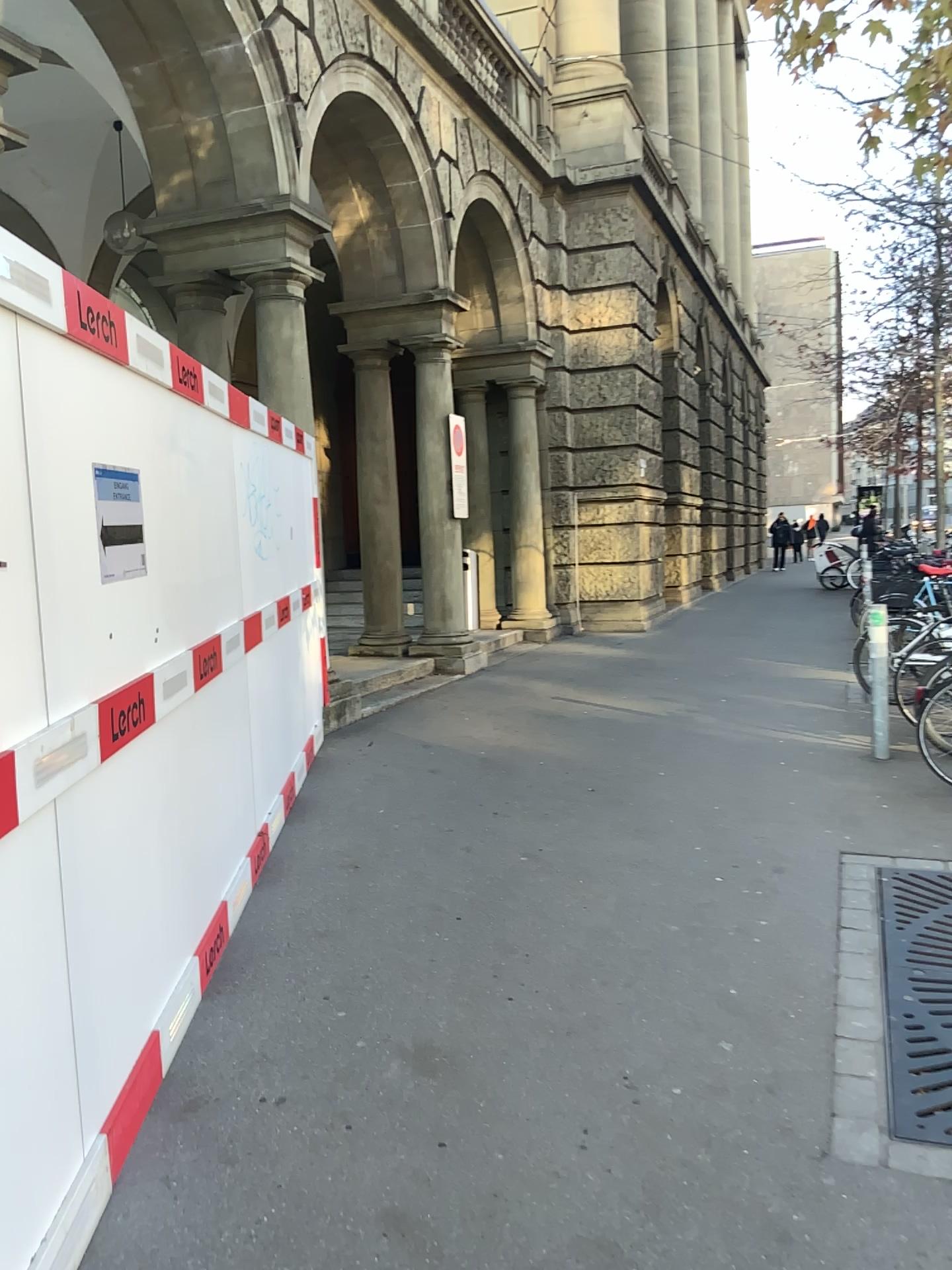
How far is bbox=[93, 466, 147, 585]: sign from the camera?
2.62m

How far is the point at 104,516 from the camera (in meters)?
2.62

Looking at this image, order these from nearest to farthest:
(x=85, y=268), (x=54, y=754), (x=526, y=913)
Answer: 1. (x=54, y=754)
2. (x=526, y=913)
3. (x=85, y=268)
